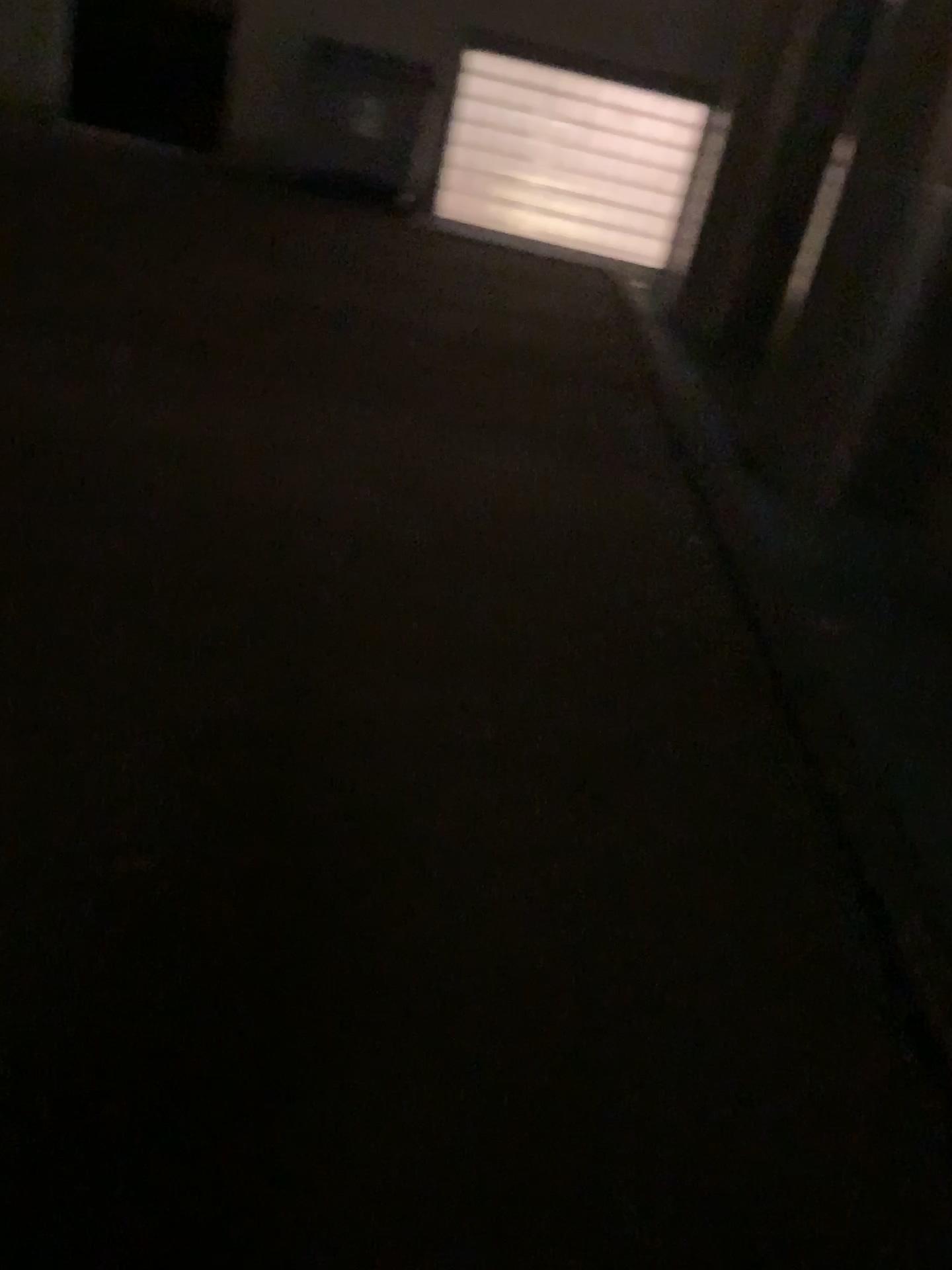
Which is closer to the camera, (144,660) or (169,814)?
(169,814)
